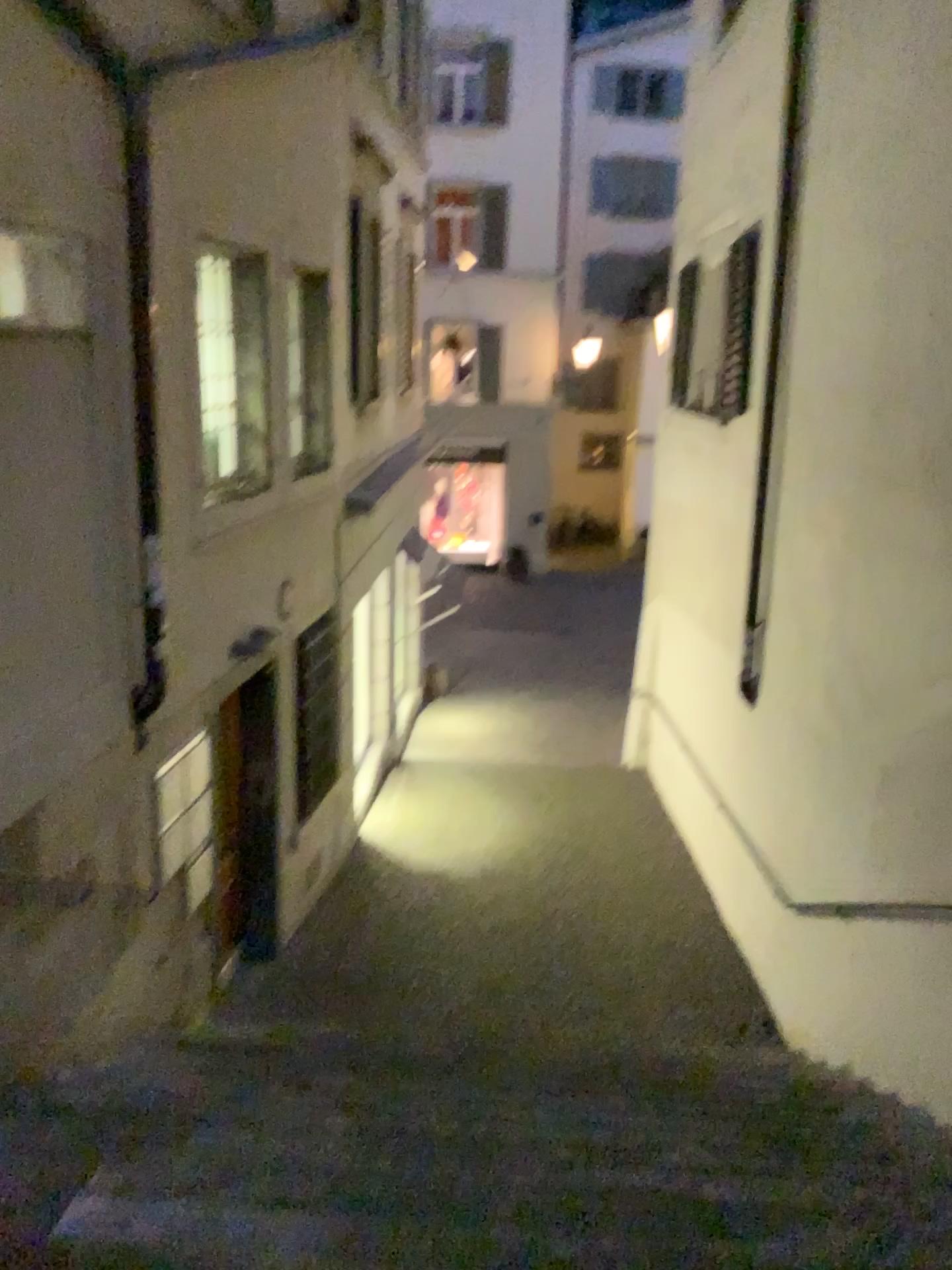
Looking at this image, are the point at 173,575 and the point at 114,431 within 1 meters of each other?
yes
